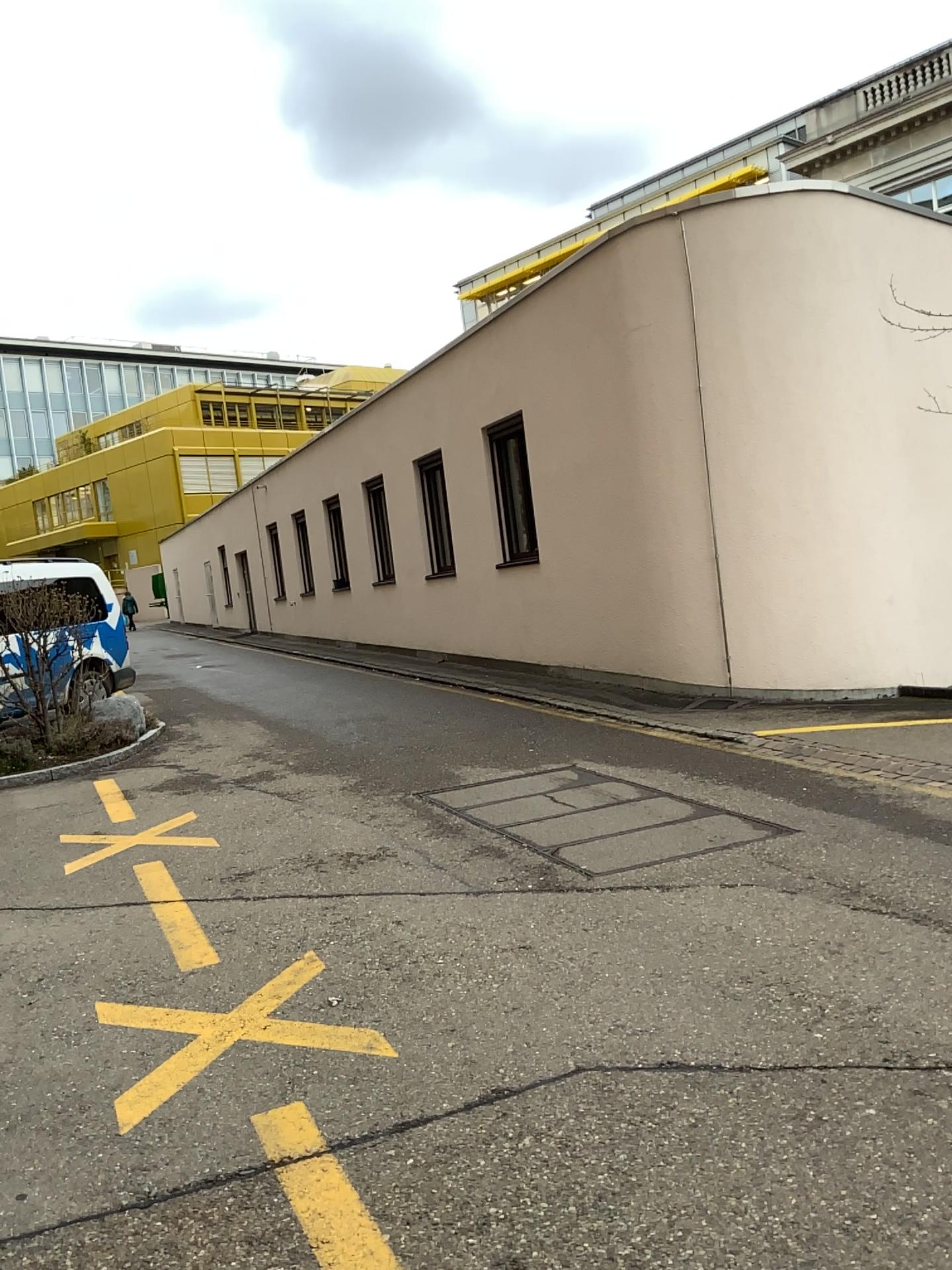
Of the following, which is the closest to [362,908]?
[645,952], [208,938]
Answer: [208,938]
